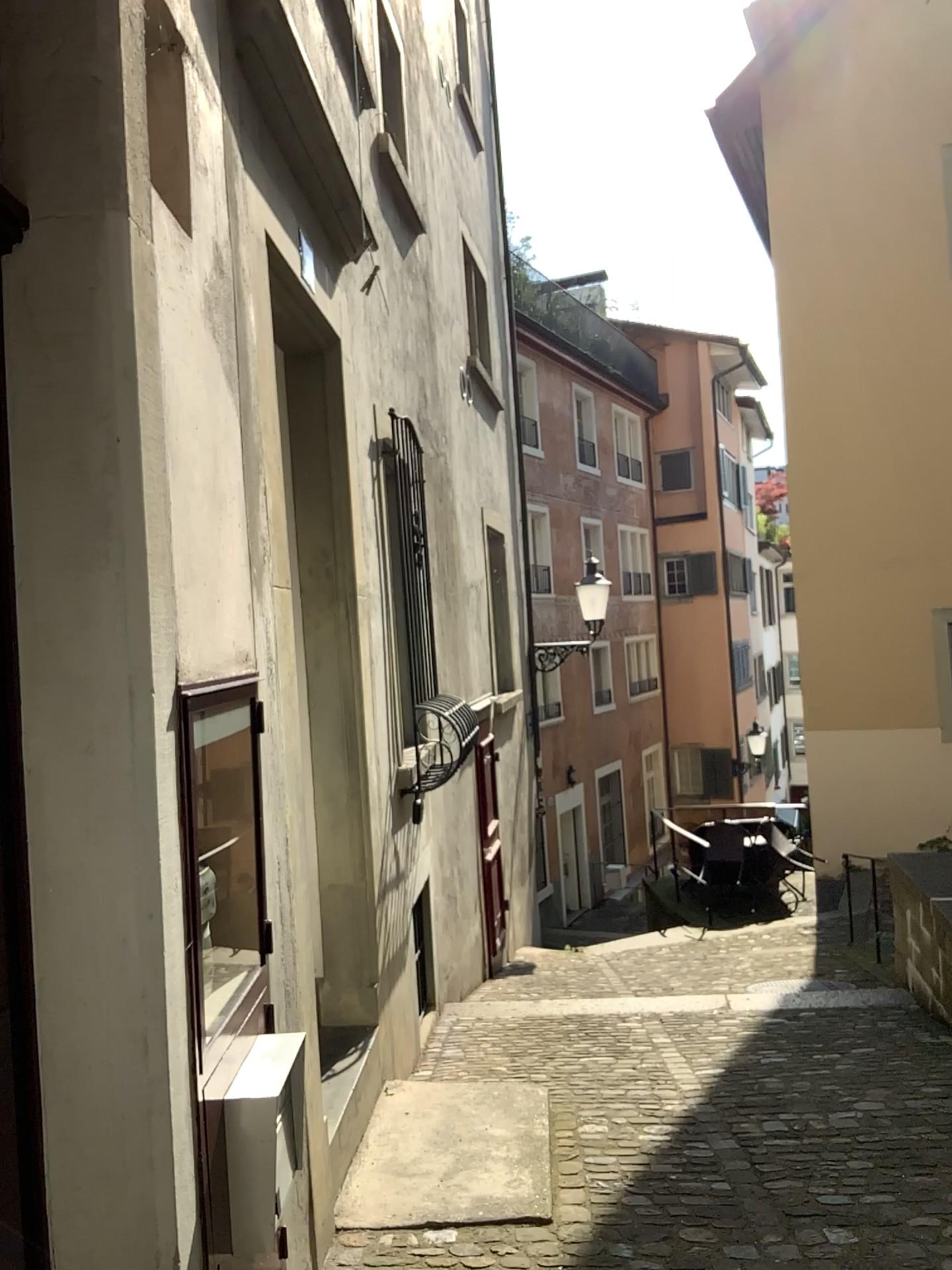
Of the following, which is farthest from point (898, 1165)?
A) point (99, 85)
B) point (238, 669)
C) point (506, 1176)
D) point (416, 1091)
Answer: point (99, 85)

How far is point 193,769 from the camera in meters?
2.5 m

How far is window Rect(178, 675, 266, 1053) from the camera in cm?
245
